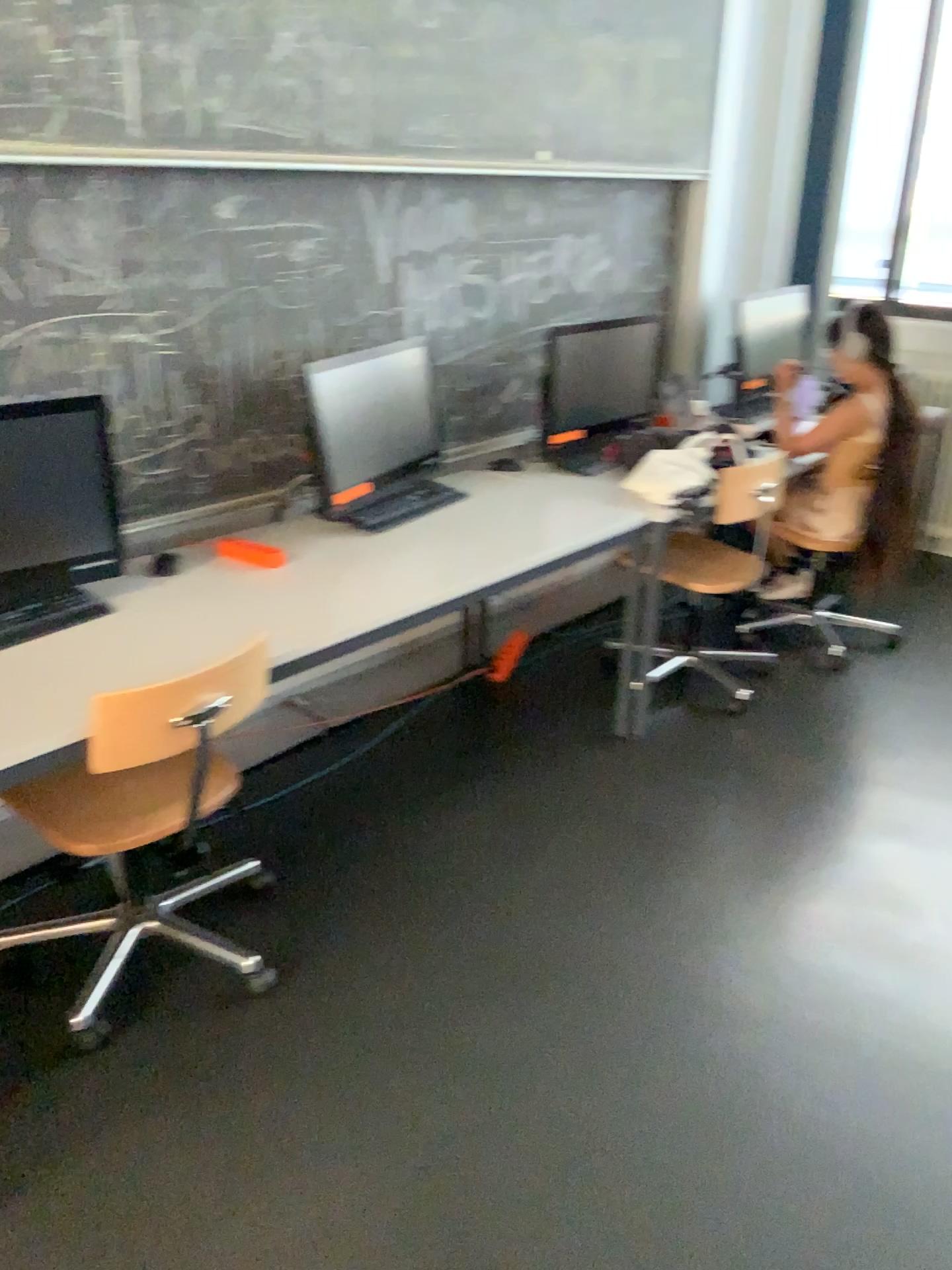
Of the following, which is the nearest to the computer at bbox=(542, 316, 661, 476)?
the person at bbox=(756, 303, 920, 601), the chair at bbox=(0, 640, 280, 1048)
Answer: the person at bbox=(756, 303, 920, 601)

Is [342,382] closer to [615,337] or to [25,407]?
[25,407]

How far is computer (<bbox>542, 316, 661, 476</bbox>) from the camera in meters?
3.5 m

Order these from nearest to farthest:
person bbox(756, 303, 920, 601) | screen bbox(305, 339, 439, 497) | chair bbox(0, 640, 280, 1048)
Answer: chair bbox(0, 640, 280, 1048)
screen bbox(305, 339, 439, 497)
person bbox(756, 303, 920, 601)

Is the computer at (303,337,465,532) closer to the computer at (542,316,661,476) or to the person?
the computer at (542,316,661,476)

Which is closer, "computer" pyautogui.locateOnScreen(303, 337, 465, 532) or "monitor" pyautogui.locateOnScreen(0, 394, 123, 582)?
"monitor" pyautogui.locateOnScreen(0, 394, 123, 582)

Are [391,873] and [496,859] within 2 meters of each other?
yes

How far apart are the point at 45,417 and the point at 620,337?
2.02m

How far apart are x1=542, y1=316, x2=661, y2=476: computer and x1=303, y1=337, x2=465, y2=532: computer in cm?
52

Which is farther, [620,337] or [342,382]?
[620,337]
